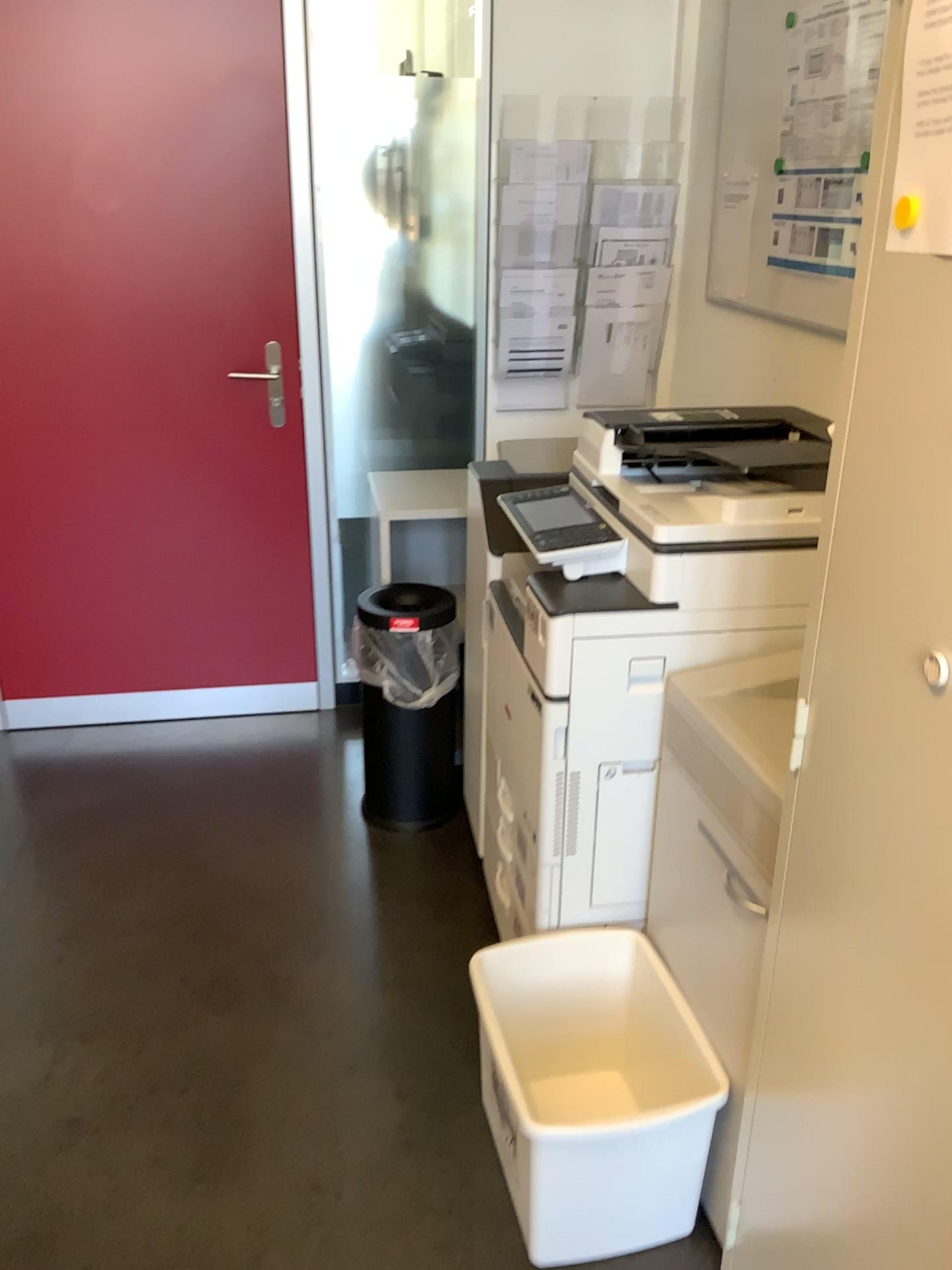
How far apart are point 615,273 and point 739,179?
0.5 meters

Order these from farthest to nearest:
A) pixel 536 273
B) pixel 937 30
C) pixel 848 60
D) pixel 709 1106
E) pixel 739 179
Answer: pixel 536 273, pixel 739 179, pixel 848 60, pixel 709 1106, pixel 937 30

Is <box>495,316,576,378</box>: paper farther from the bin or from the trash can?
the bin

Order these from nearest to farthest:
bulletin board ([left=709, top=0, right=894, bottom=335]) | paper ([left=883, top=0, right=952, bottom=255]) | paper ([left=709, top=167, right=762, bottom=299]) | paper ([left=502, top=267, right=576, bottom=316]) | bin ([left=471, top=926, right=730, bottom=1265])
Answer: paper ([left=883, top=0, right=952, bottom=255]) → bin ([left=471, top=926, right=730, bottom=1265]) → bulletin board ([left=709, top=0, right=894, bottom=335]) → paper ([left=709, top=167, right=762, bottom=299]) → paper ([left=502, top=267, right=576, bottom=316])

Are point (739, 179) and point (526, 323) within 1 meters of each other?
yes

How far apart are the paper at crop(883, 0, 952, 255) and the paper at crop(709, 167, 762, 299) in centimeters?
164cm

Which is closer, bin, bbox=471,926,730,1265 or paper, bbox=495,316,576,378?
bin, bbox=471,926,730,1265

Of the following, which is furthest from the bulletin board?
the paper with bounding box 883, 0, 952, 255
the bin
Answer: the bin

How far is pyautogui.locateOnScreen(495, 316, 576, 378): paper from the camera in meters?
3.0 m

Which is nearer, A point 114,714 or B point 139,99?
B point 139,99
